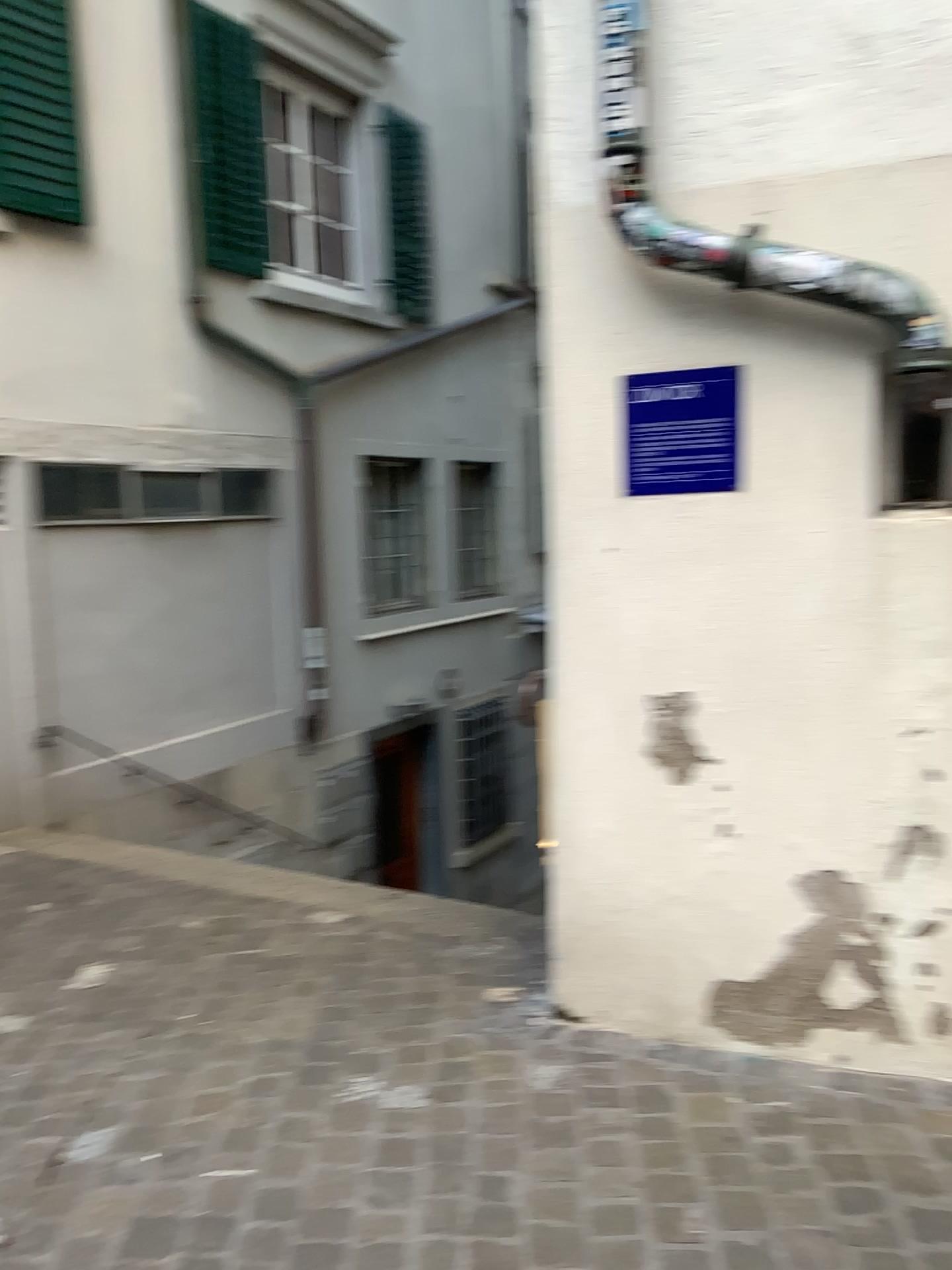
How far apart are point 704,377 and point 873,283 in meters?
0.4

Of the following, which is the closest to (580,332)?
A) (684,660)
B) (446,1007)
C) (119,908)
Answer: (684,660)

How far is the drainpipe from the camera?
2.2m

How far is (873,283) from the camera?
2.2m

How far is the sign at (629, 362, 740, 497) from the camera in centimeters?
241cm

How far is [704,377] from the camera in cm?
241
